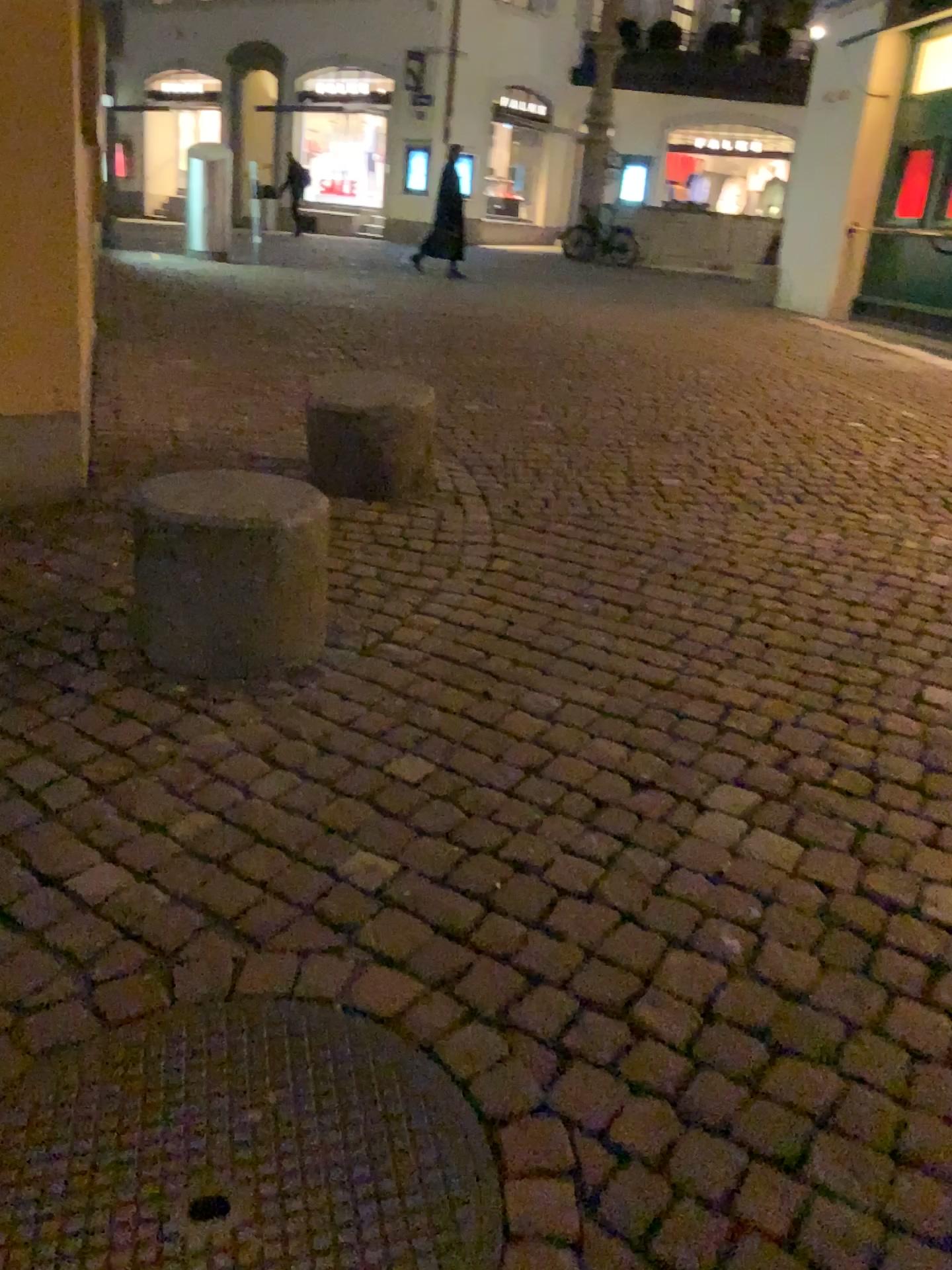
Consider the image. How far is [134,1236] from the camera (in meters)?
1.29

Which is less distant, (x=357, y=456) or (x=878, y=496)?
(x=357, y=456)

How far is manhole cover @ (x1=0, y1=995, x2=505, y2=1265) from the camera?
1.29m
